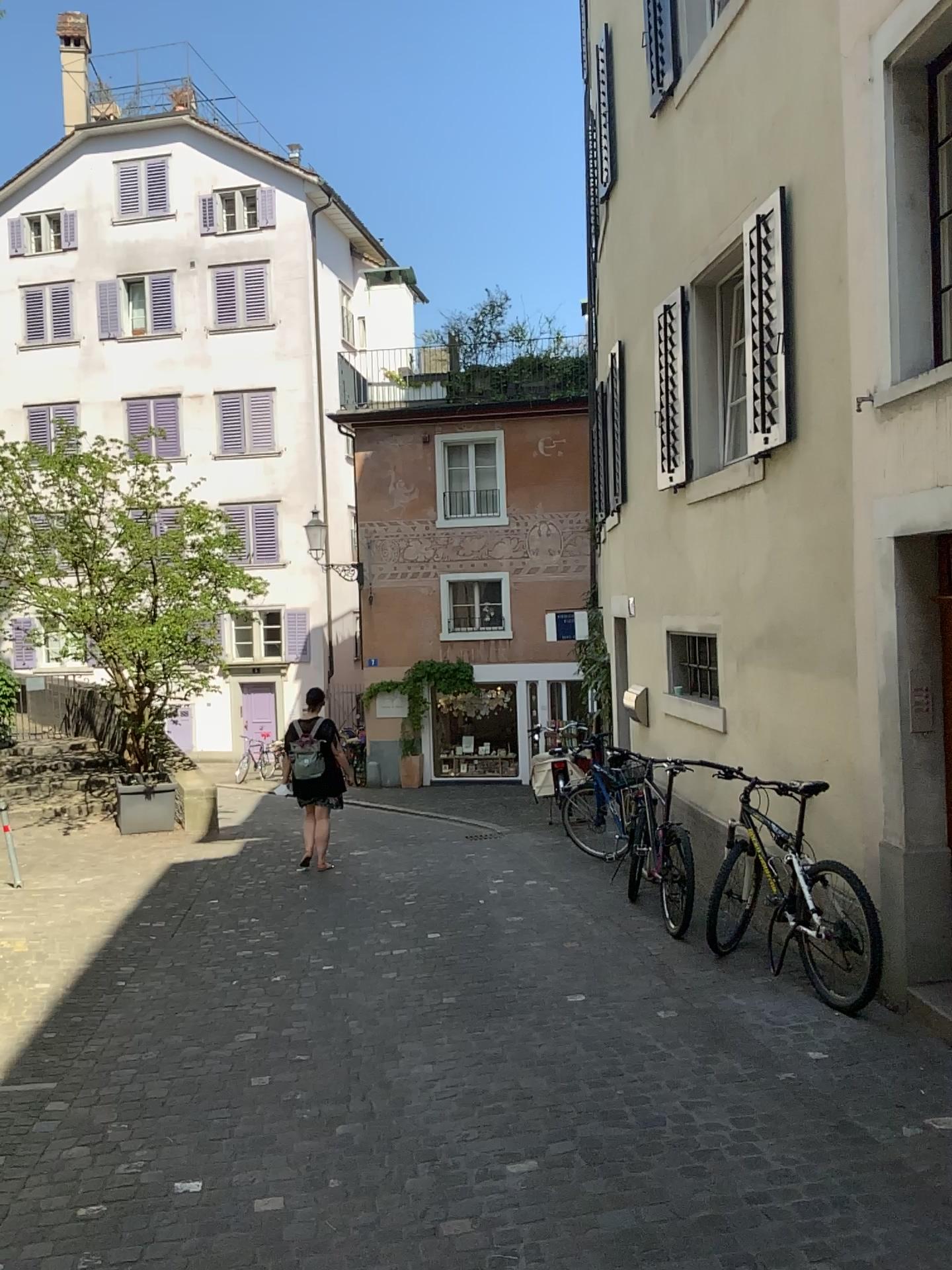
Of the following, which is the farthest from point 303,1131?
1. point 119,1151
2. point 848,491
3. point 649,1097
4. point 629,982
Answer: point 848,491
